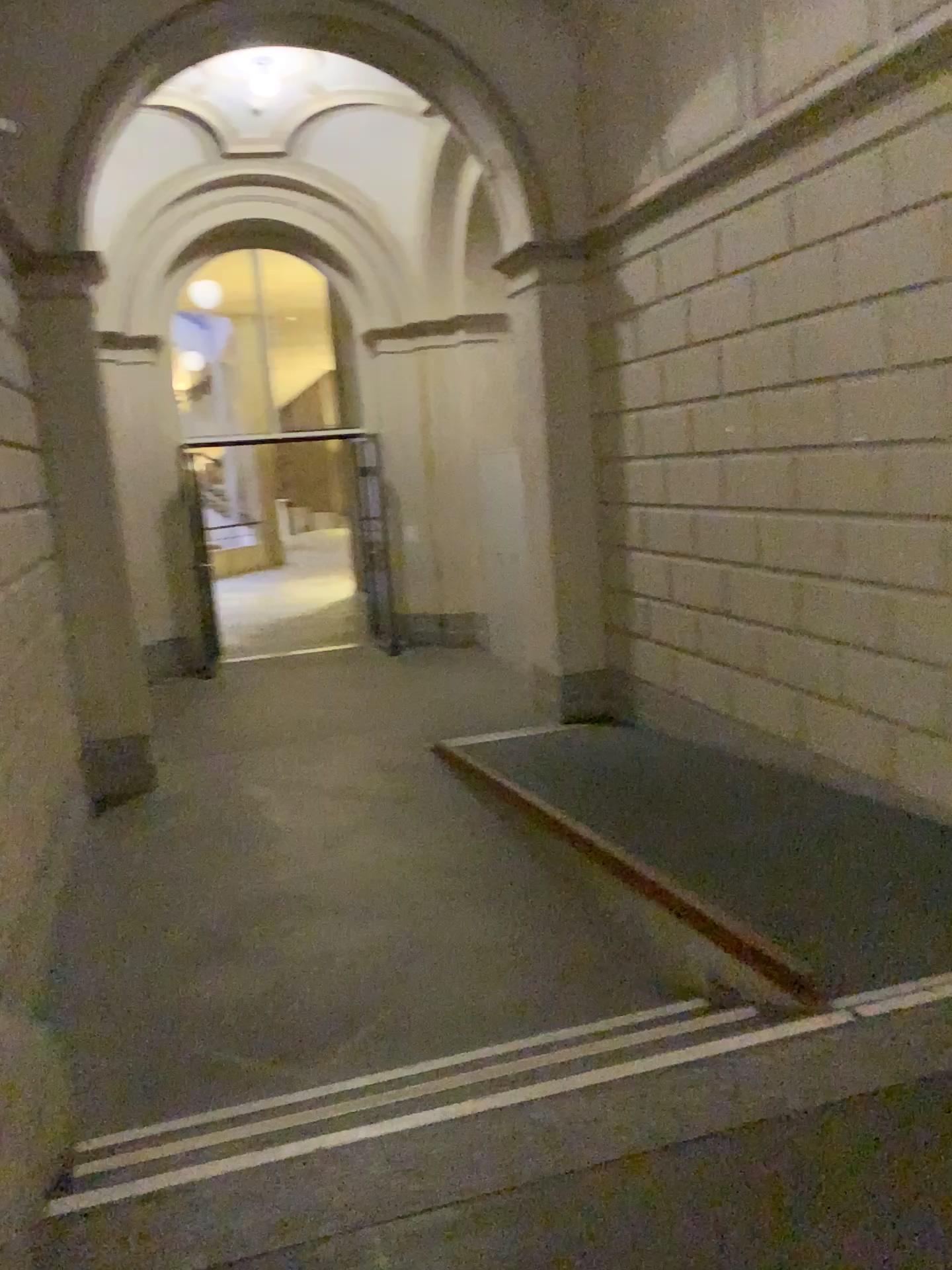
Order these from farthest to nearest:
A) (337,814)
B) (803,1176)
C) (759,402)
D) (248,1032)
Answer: (337,814) → (759,402) → (248,1032) → (803,1176)
